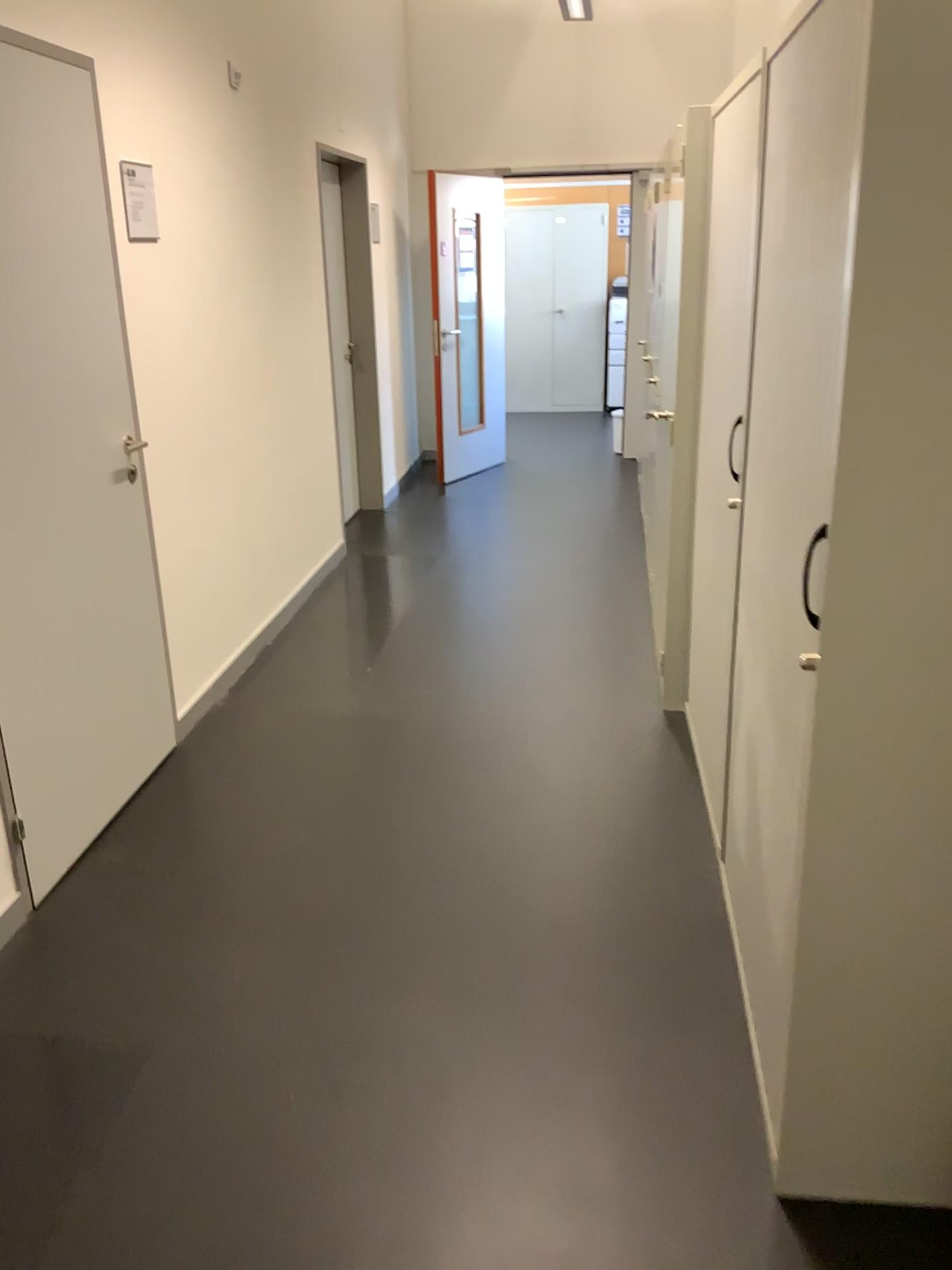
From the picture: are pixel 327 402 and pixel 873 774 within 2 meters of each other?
no

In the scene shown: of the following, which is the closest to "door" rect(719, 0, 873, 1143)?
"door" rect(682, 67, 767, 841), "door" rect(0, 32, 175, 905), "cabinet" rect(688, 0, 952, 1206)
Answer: "cabinet" rect(688, 0, 952, 1206)

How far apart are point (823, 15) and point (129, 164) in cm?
229

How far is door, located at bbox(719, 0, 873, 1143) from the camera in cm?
140

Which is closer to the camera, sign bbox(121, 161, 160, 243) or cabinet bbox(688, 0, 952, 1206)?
cabinet bbox(688, 0, 952, 1206)

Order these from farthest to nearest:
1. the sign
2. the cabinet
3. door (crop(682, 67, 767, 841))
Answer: the sign → door (crop(682, 67, 767, 841)) → the cabinet

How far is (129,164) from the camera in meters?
3.1 m

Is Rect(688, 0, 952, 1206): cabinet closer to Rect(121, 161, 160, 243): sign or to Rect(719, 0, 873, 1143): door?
Rect(719, 0, 873, 1143): door

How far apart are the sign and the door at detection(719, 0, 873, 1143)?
1.95m

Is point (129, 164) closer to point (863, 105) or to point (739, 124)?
point (739, 124)
